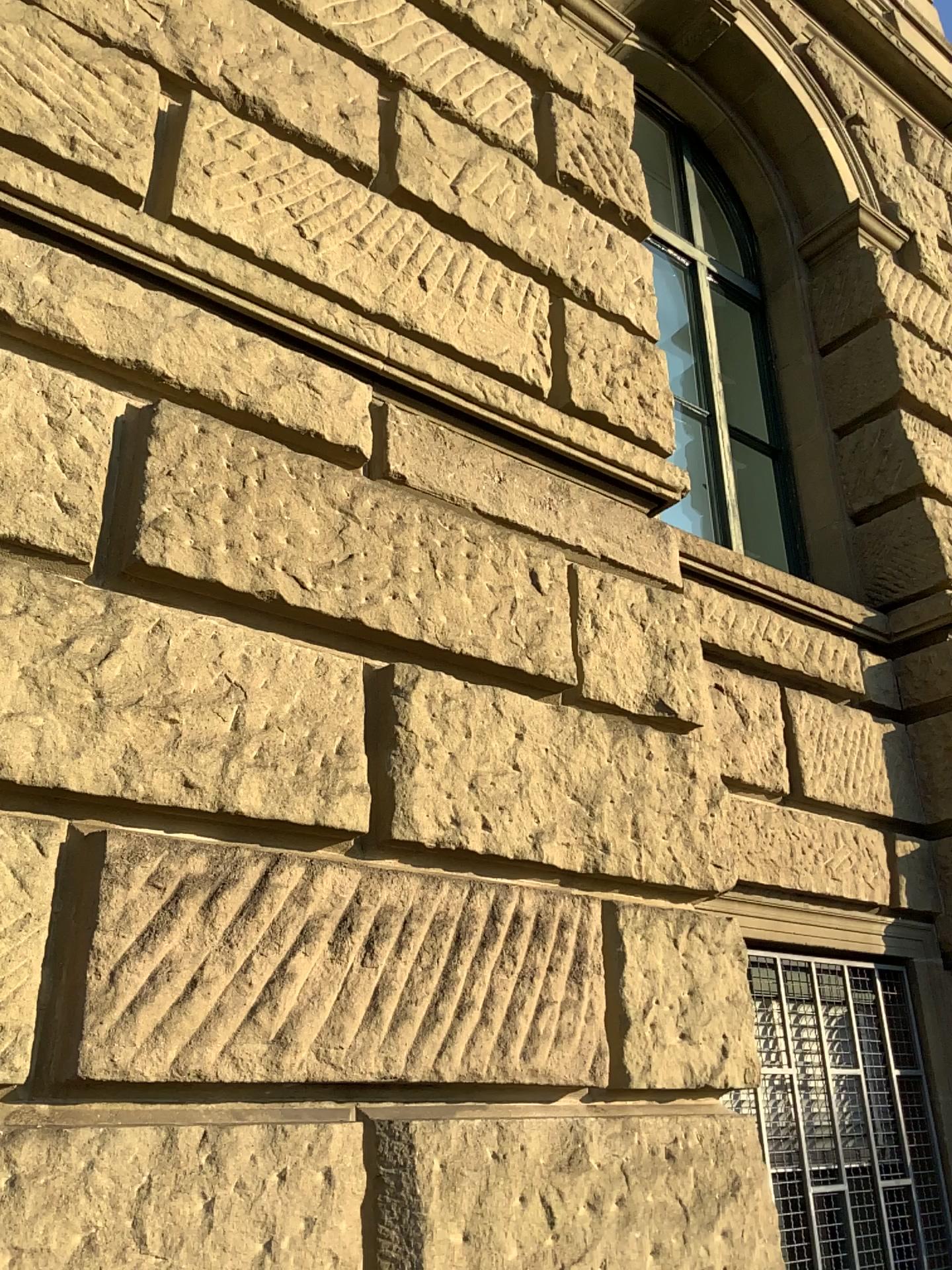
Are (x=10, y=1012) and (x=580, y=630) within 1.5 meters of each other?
no

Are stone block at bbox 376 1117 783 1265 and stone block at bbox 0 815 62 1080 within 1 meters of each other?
yes

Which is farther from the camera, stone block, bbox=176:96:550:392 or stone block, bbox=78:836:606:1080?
stone block, bbox=176:96:550:392

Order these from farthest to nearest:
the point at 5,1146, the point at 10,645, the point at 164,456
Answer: the point at 164,456
the point at 10,645
the point at 5,1146

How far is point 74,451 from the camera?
2.3m

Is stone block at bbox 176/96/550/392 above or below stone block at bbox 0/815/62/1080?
above

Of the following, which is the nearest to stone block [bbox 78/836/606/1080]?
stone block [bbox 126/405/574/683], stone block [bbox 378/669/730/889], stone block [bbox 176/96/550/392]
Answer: stone block [bbox 378/669/730/889]

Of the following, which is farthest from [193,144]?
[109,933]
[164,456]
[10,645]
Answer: [109,933]

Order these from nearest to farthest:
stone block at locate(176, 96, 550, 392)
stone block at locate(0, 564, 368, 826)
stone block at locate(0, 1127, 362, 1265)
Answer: stone block at locate(0, 1127, 362, 1265), stone block at locate(0, 564, 368, 826), stone block at locate(176, 96, 550, 392)

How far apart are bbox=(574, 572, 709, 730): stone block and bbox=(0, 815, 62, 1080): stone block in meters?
1.5
